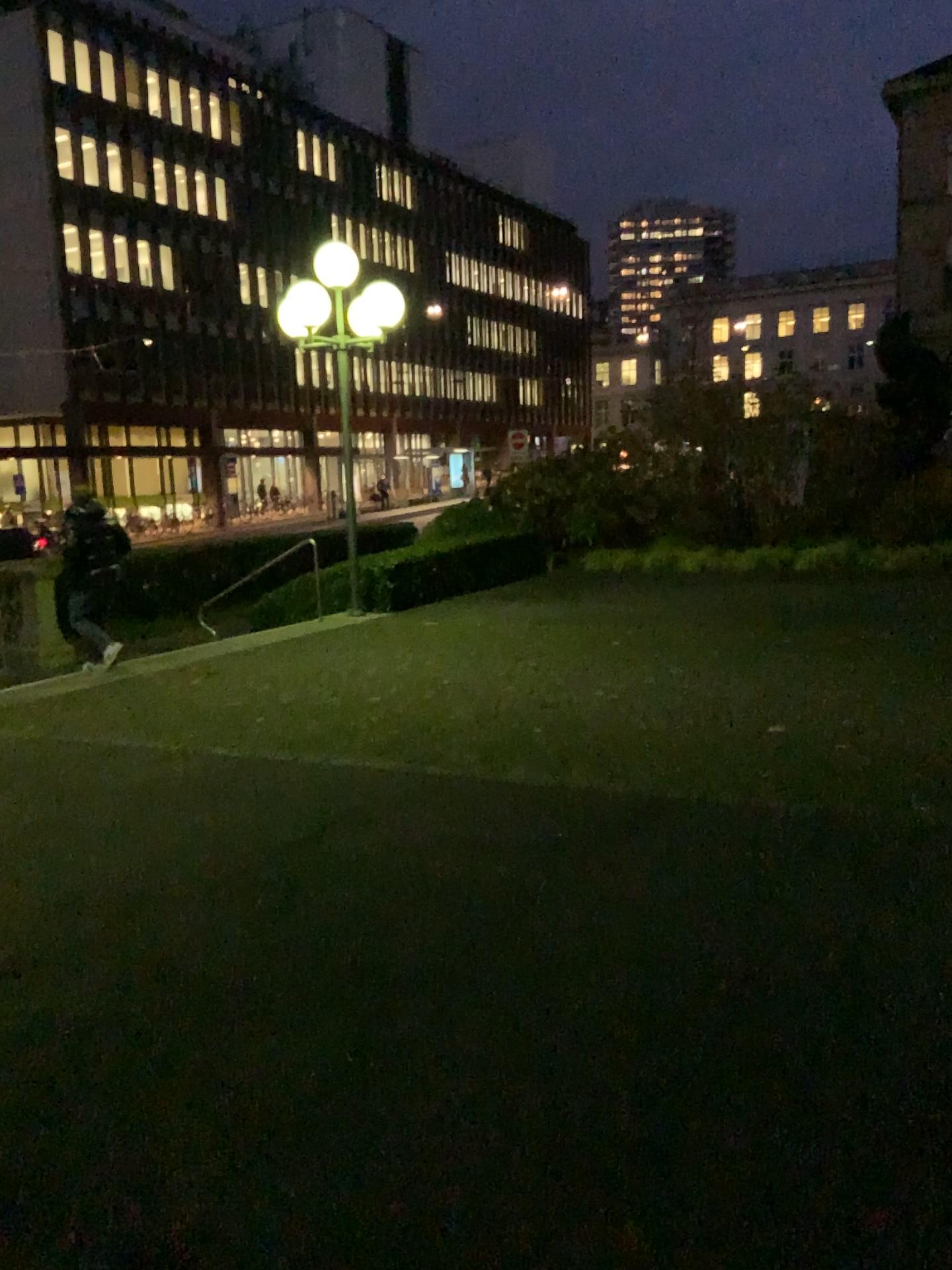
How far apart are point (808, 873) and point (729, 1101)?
1.5 meters
